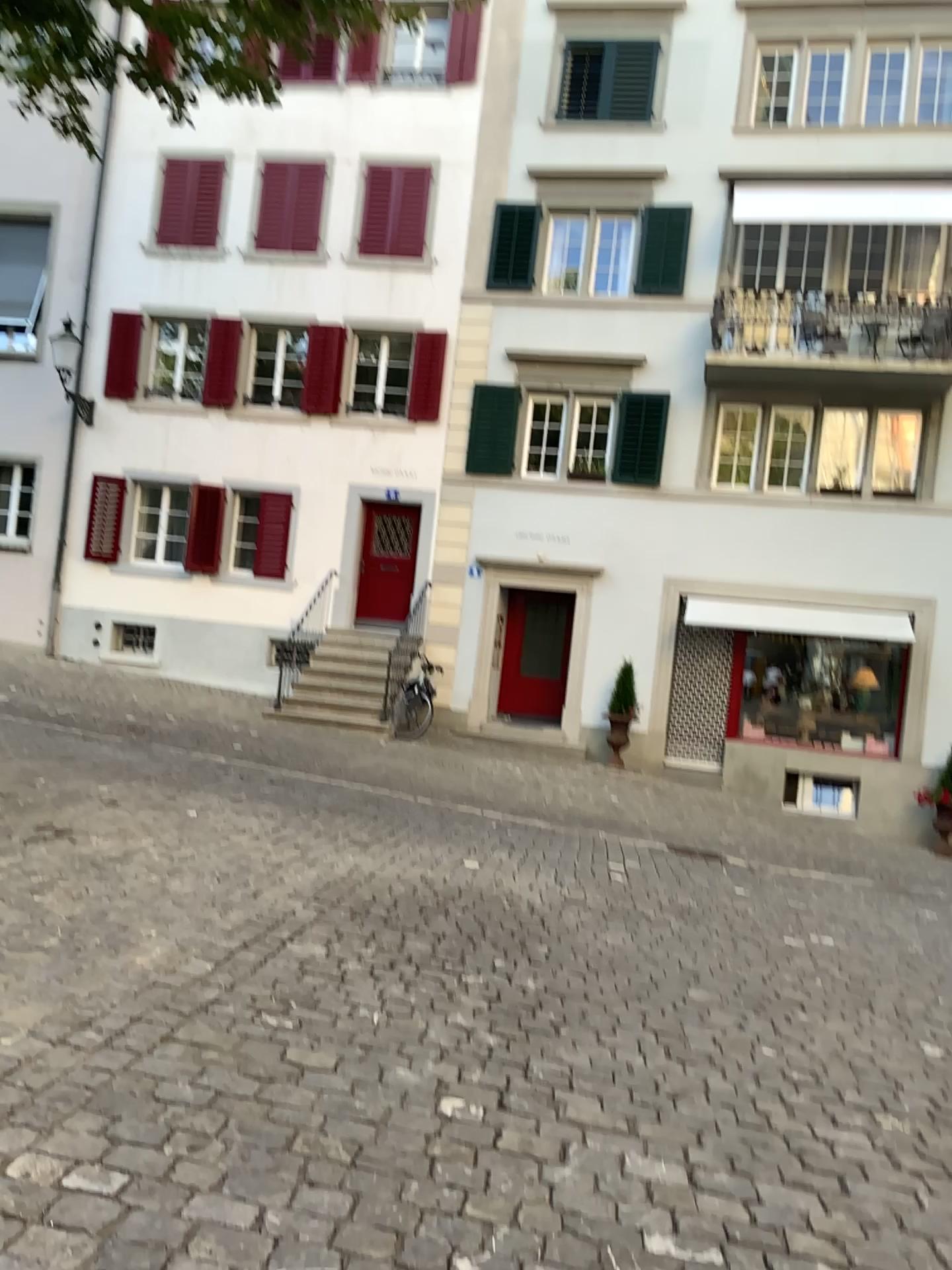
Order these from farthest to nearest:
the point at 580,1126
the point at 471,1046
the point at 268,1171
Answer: the point at 471,1046, the point at 580,1126, the point at 268,1171
